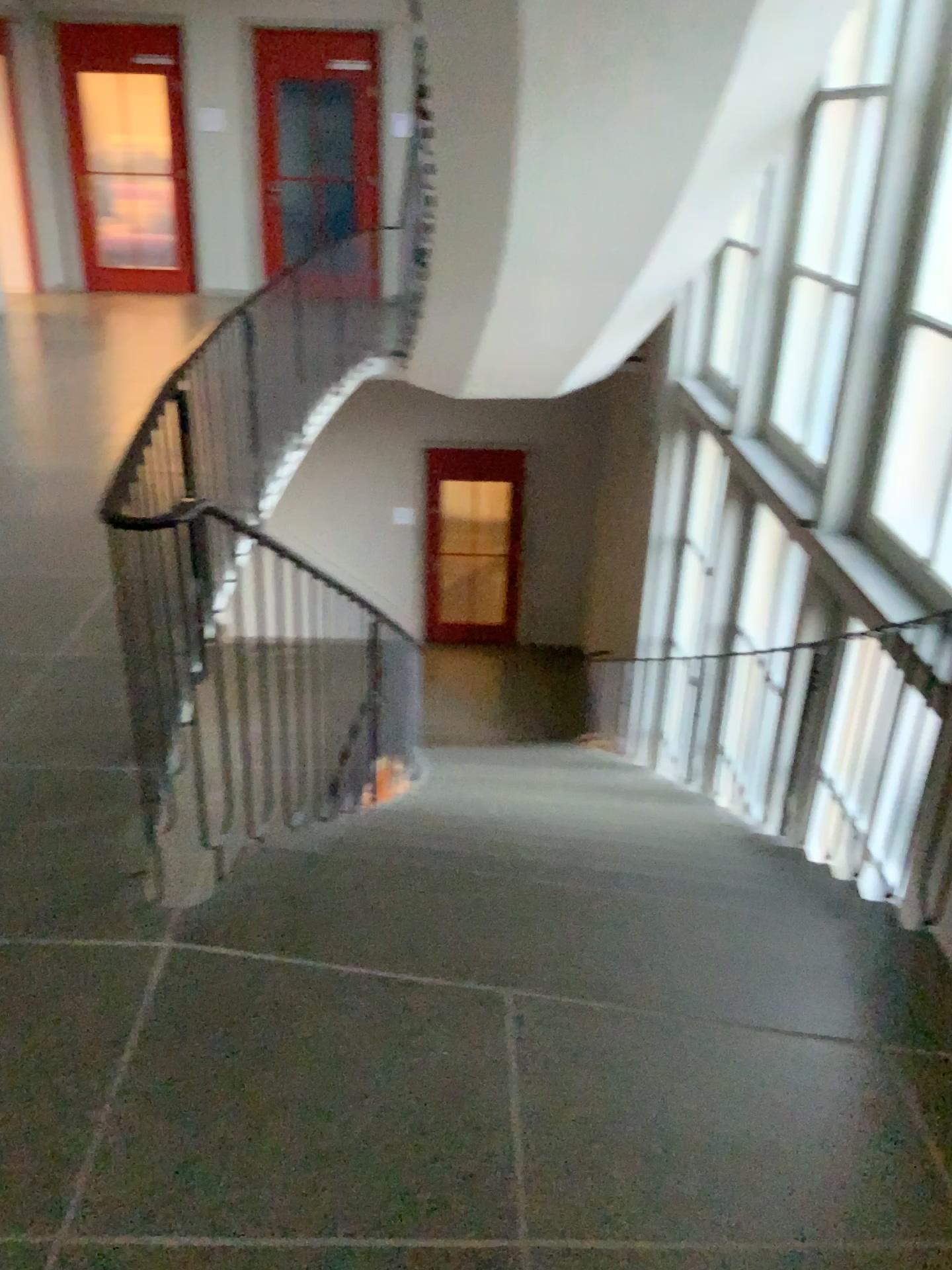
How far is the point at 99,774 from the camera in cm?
284
